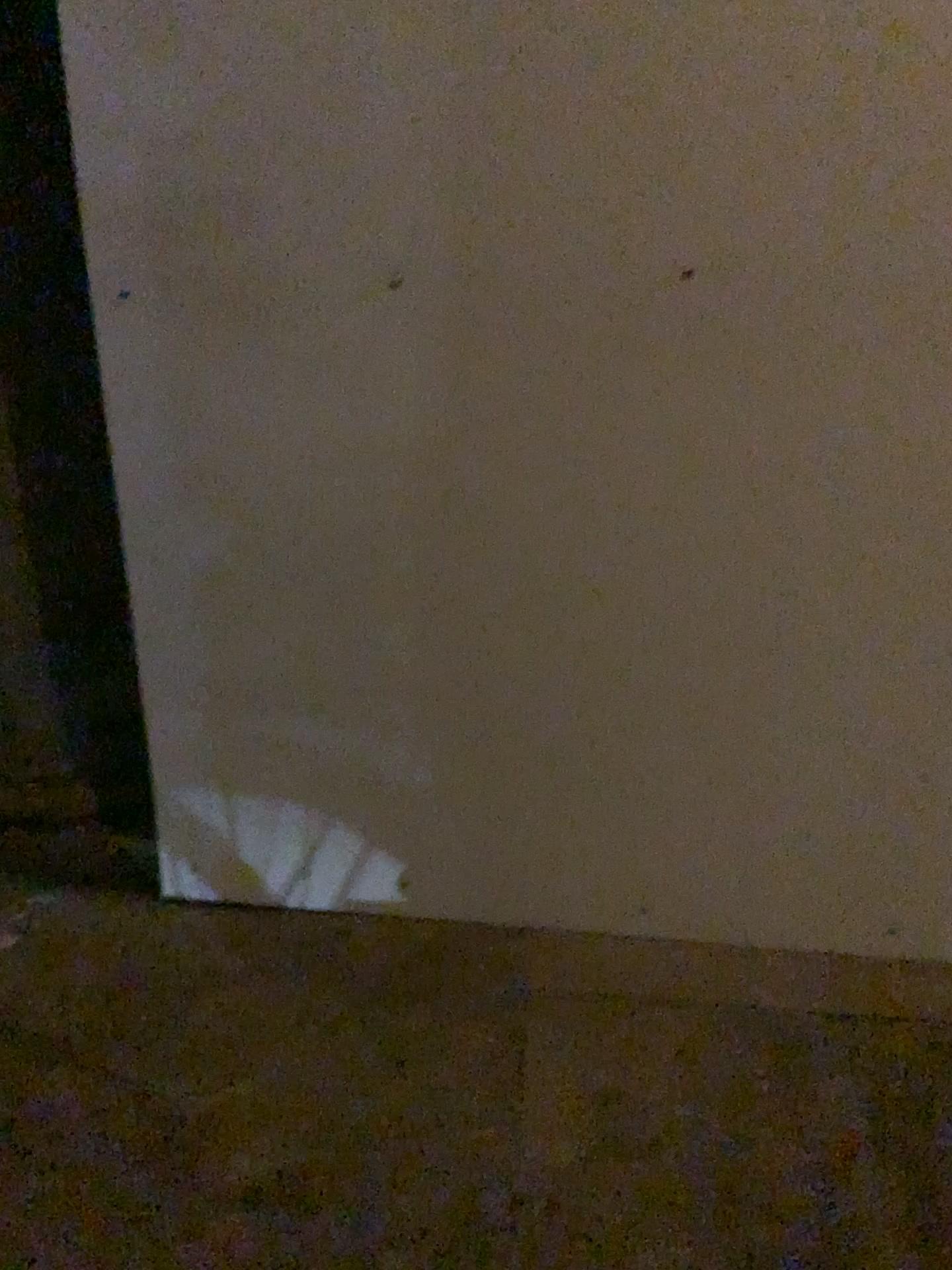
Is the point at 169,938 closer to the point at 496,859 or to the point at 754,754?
the point at 496,859
